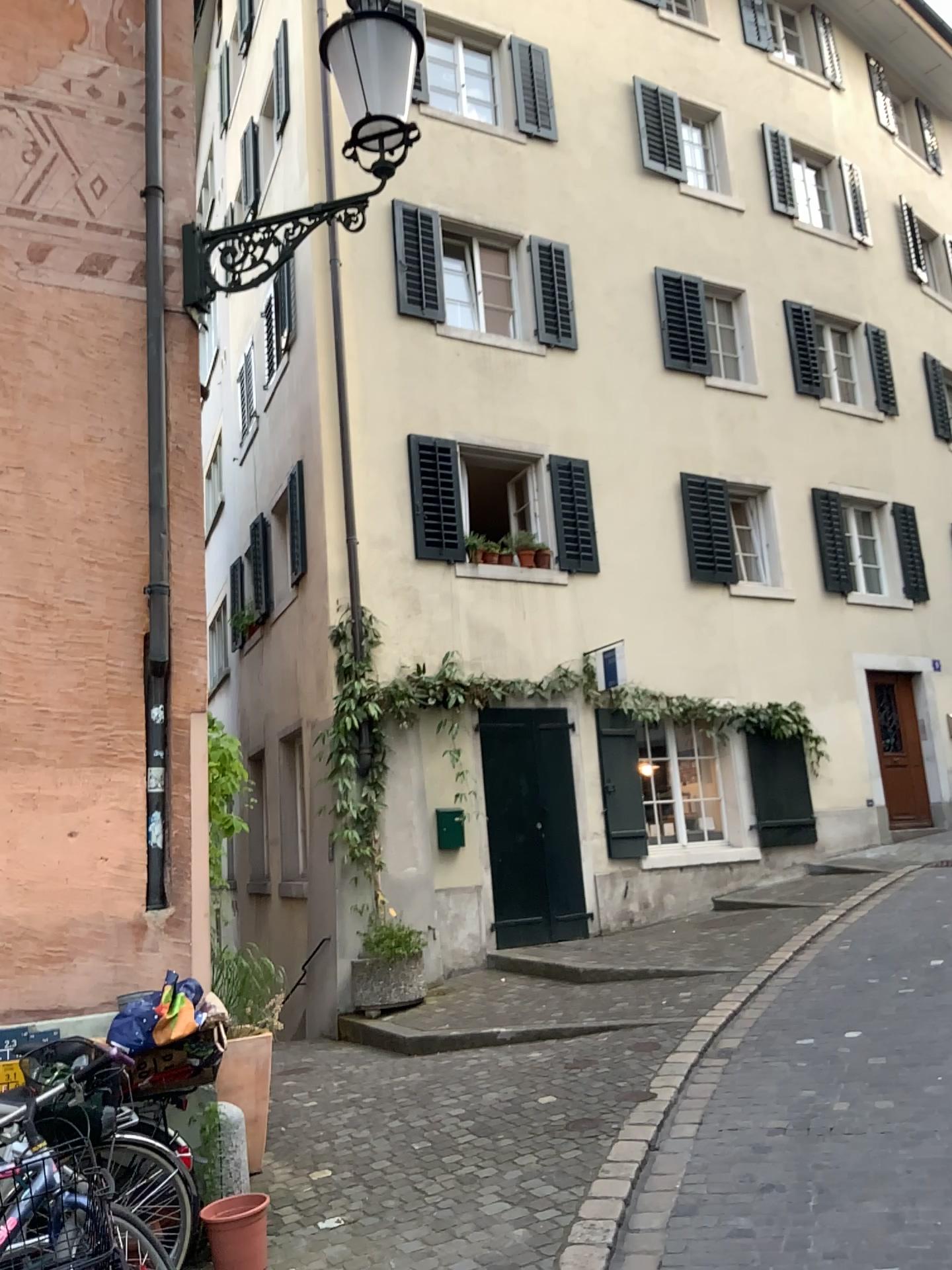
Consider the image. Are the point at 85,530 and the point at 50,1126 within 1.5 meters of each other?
no
